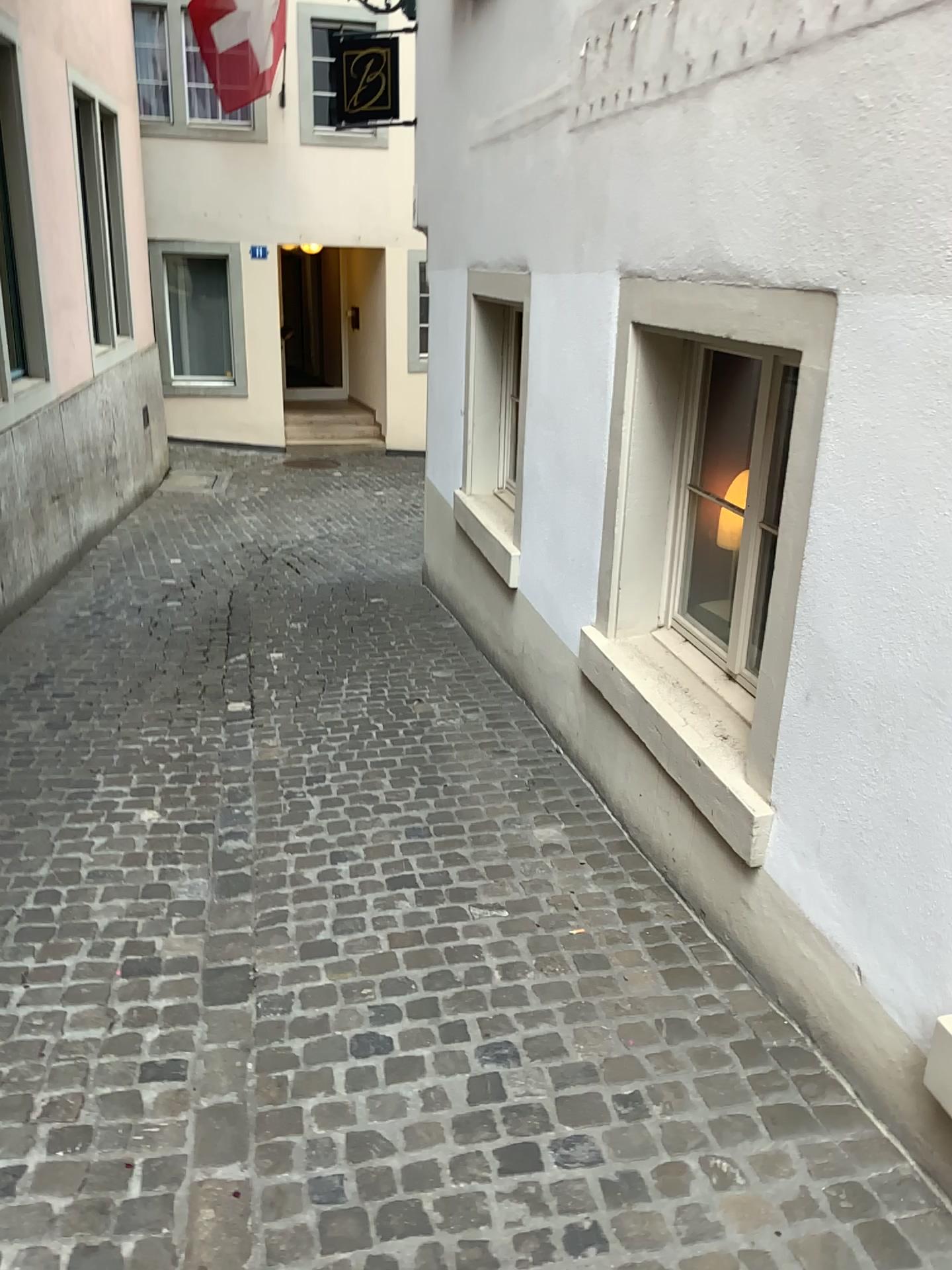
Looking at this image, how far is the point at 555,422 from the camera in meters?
4.0
